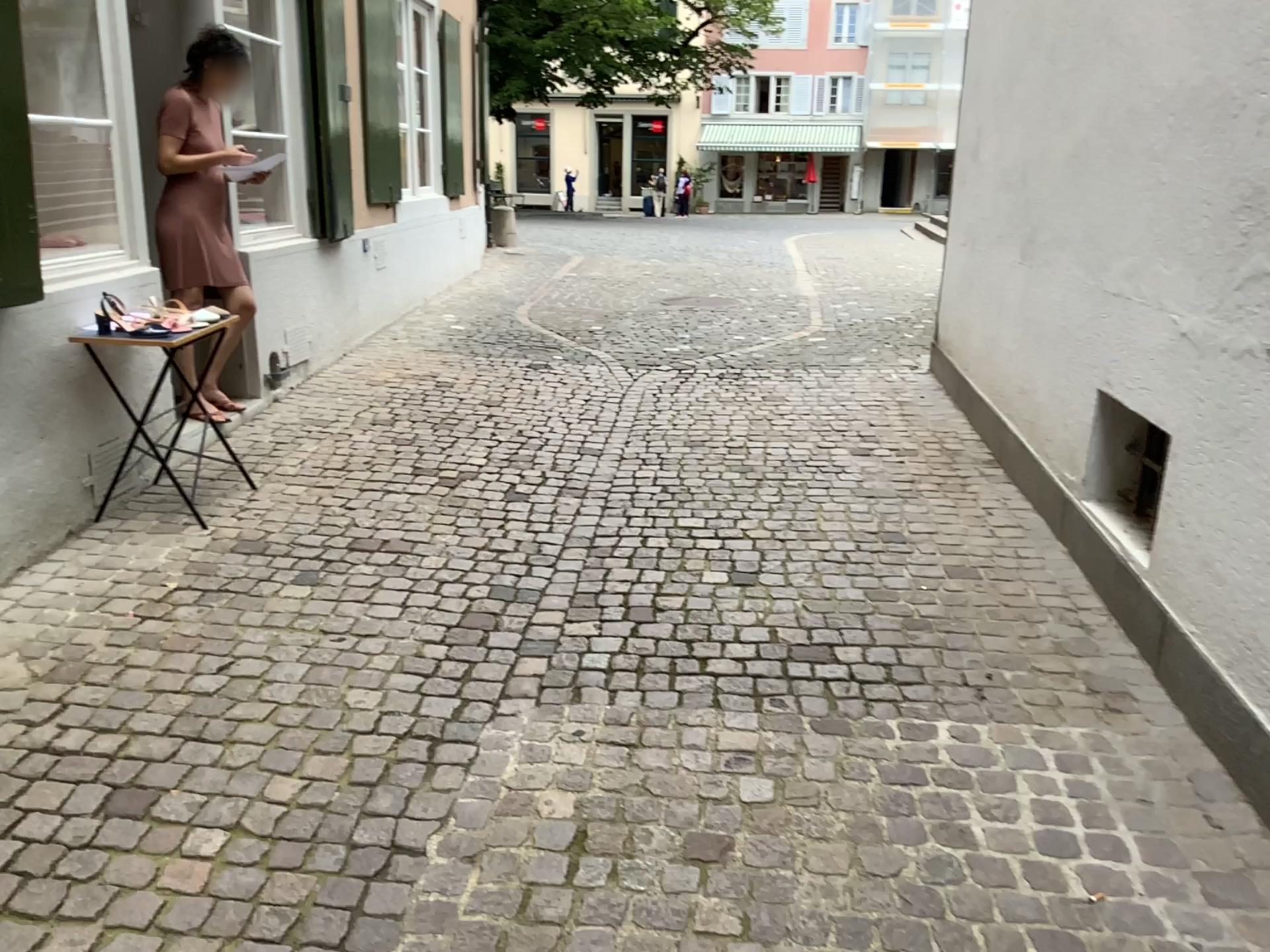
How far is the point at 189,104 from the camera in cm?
443

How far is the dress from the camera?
4.43m

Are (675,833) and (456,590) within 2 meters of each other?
yes
